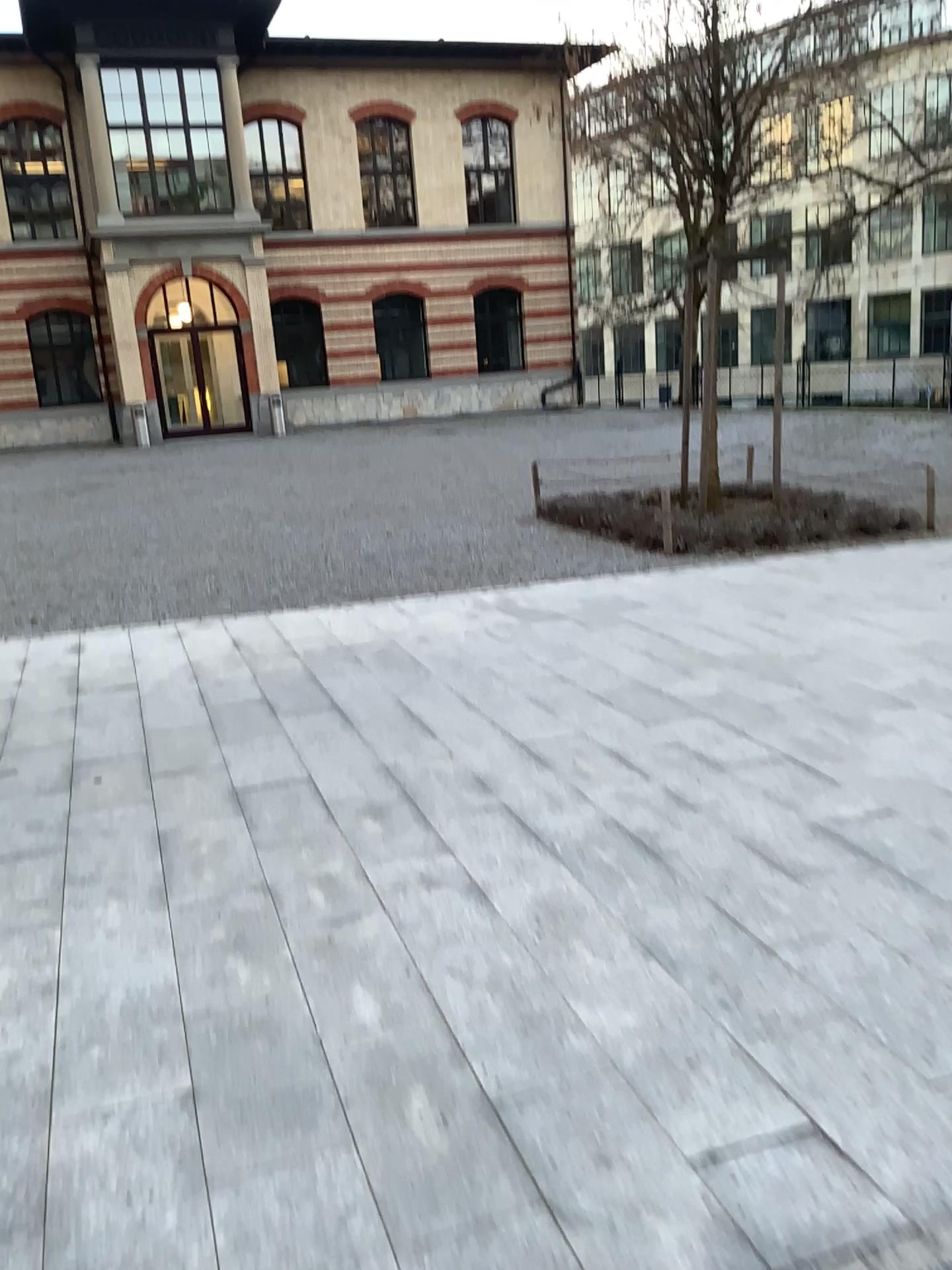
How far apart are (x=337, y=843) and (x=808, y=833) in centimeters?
158cm
